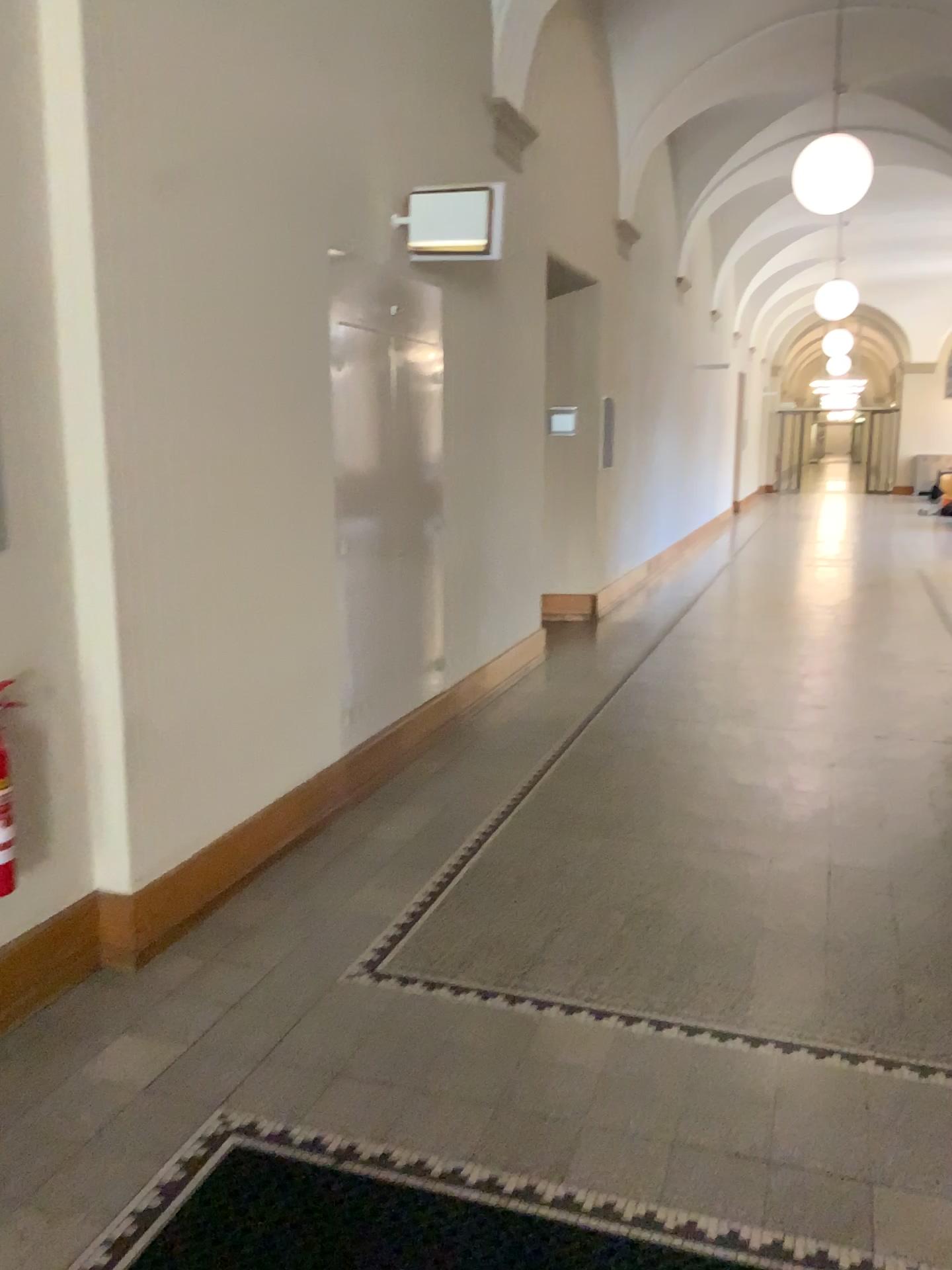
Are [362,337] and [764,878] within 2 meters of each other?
no

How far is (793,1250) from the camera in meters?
2.0 m

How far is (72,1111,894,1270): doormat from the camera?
2.0 meters
